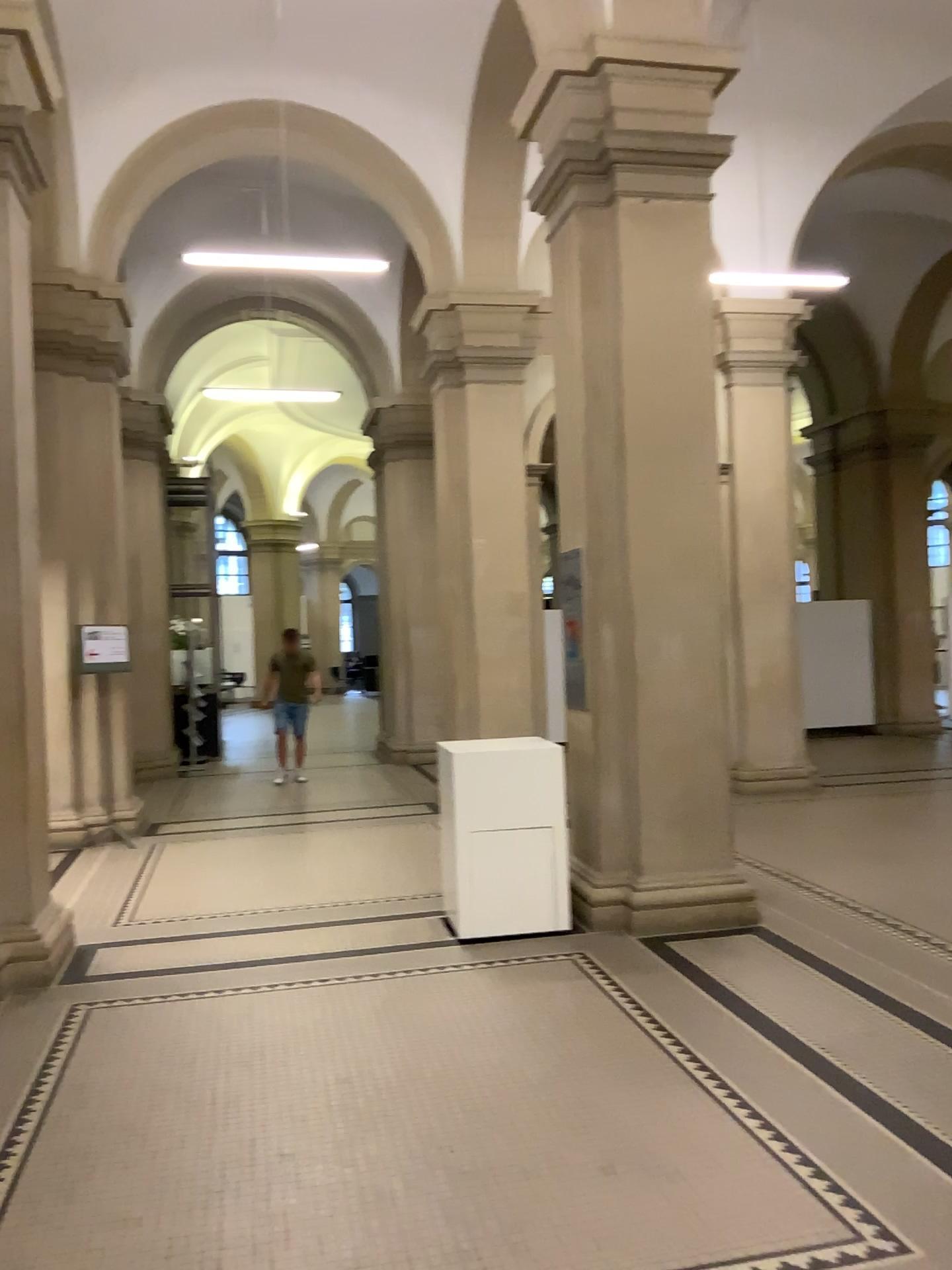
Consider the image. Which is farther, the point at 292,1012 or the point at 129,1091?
the point at 292,1012
